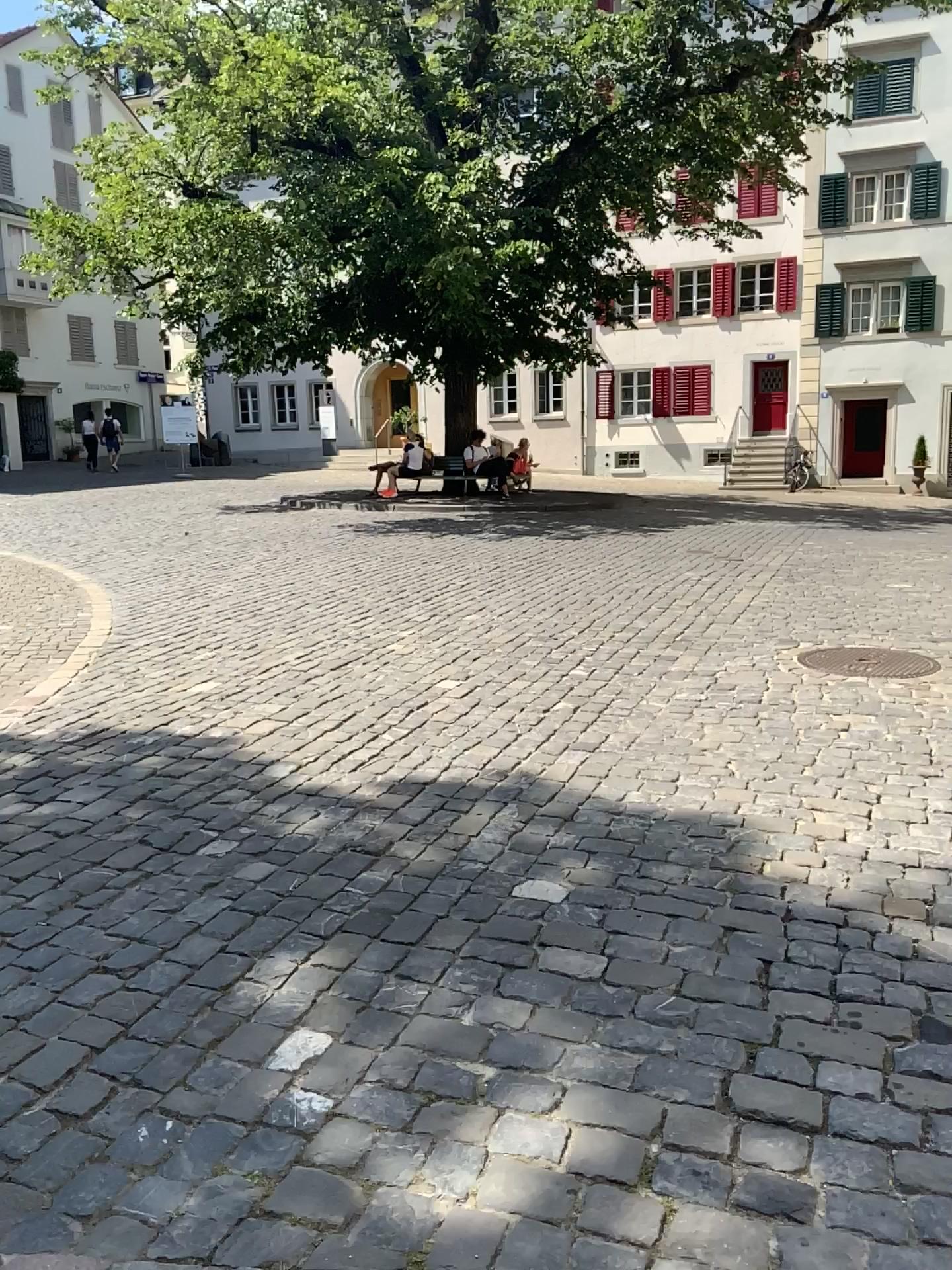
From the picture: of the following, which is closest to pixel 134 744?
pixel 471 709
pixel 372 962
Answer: pixel 471 709
